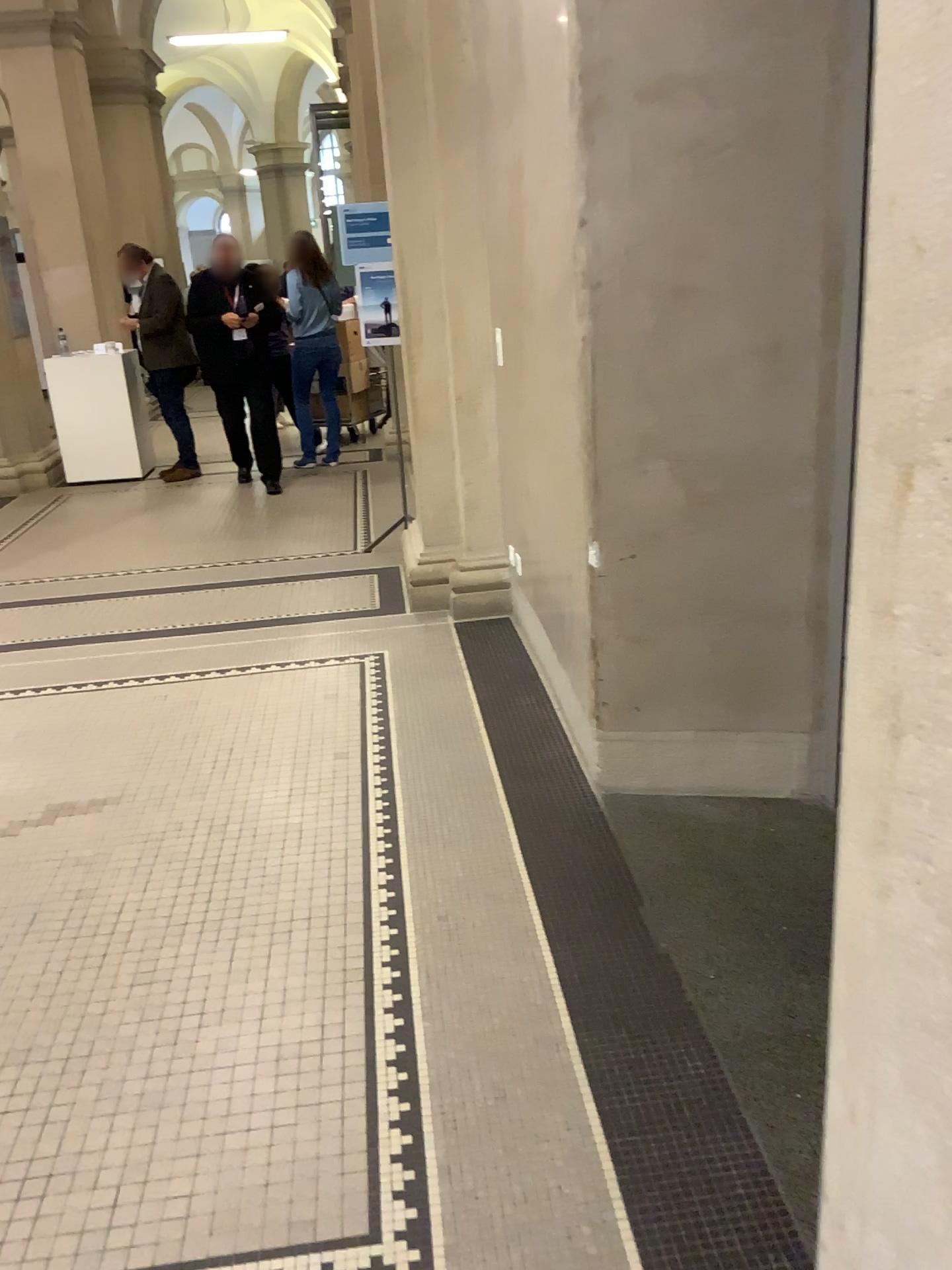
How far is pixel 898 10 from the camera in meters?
0.7

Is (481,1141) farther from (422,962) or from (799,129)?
(799,129)

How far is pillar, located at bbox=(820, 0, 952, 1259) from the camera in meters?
0.7 m
